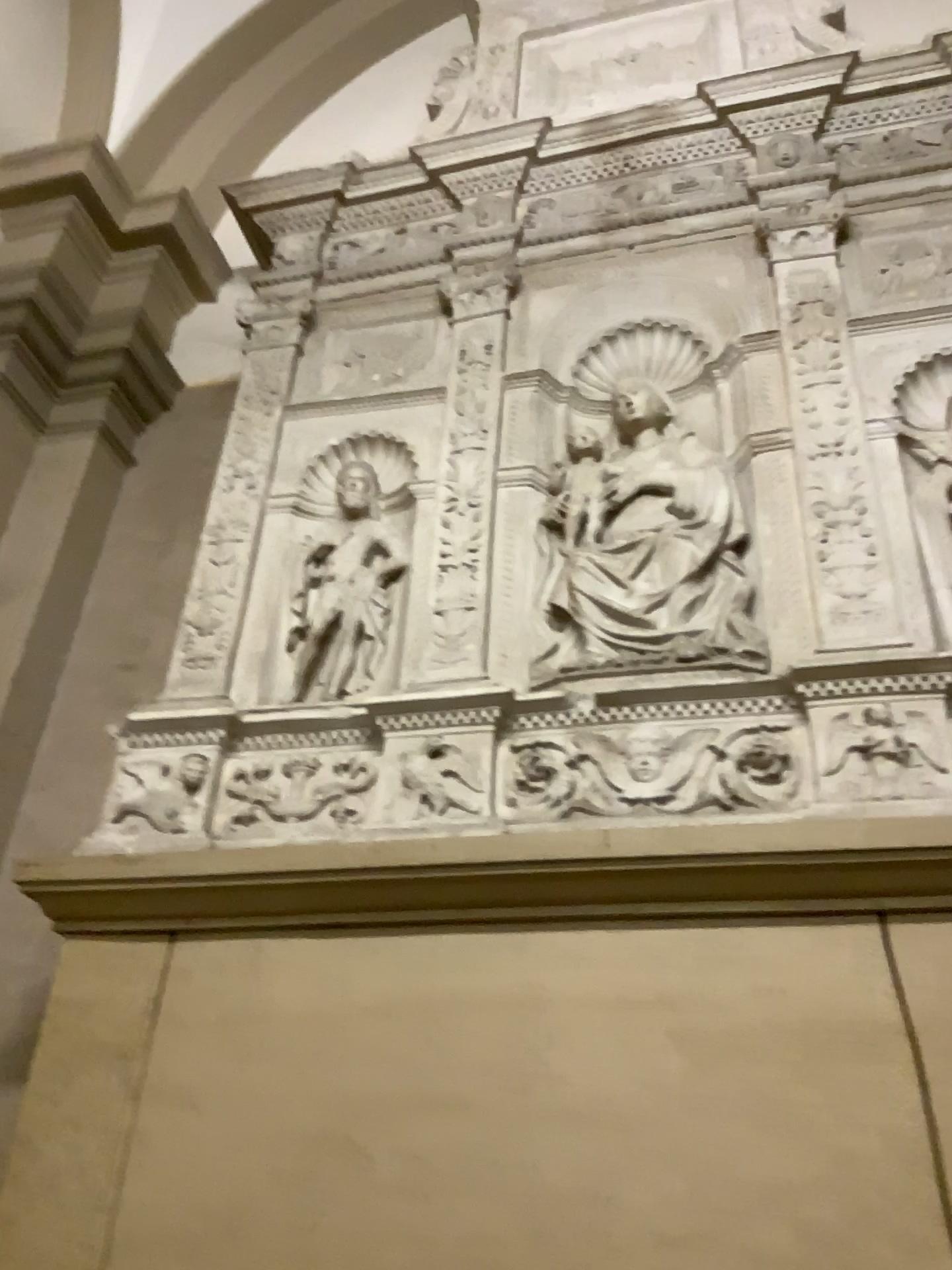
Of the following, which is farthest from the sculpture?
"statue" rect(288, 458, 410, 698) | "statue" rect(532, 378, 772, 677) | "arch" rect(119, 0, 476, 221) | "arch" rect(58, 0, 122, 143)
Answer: "arch" rect(58, 0, 122, 143)

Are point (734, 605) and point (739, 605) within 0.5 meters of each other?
yes

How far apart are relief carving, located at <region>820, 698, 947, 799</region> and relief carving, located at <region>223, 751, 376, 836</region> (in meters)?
0.84

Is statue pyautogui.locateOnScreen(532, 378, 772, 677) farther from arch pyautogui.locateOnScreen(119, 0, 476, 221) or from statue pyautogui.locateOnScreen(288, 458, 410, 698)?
arch pyautogui.locateOnScreen(119, 0, 476, 221)

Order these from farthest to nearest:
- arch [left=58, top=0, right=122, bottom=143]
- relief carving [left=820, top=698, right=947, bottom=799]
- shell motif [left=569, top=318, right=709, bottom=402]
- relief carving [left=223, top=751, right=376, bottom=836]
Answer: arch [left=58, top=0, right=122, bottom=143] < shell motif [left=569, top=318, right=709, bottom=402] < relief carving [left=223, top=751, right=376, bottom=836] < relief carving [left=820, top=698, right=947, bottom=799]

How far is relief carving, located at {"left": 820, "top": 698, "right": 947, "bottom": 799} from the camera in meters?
1.7 m

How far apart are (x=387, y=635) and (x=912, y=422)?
1.2 meters

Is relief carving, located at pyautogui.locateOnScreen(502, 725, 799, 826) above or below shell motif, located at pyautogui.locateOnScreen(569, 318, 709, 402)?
below

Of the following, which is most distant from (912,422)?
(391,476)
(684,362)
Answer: (391,476)

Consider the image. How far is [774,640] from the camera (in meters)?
1.99
